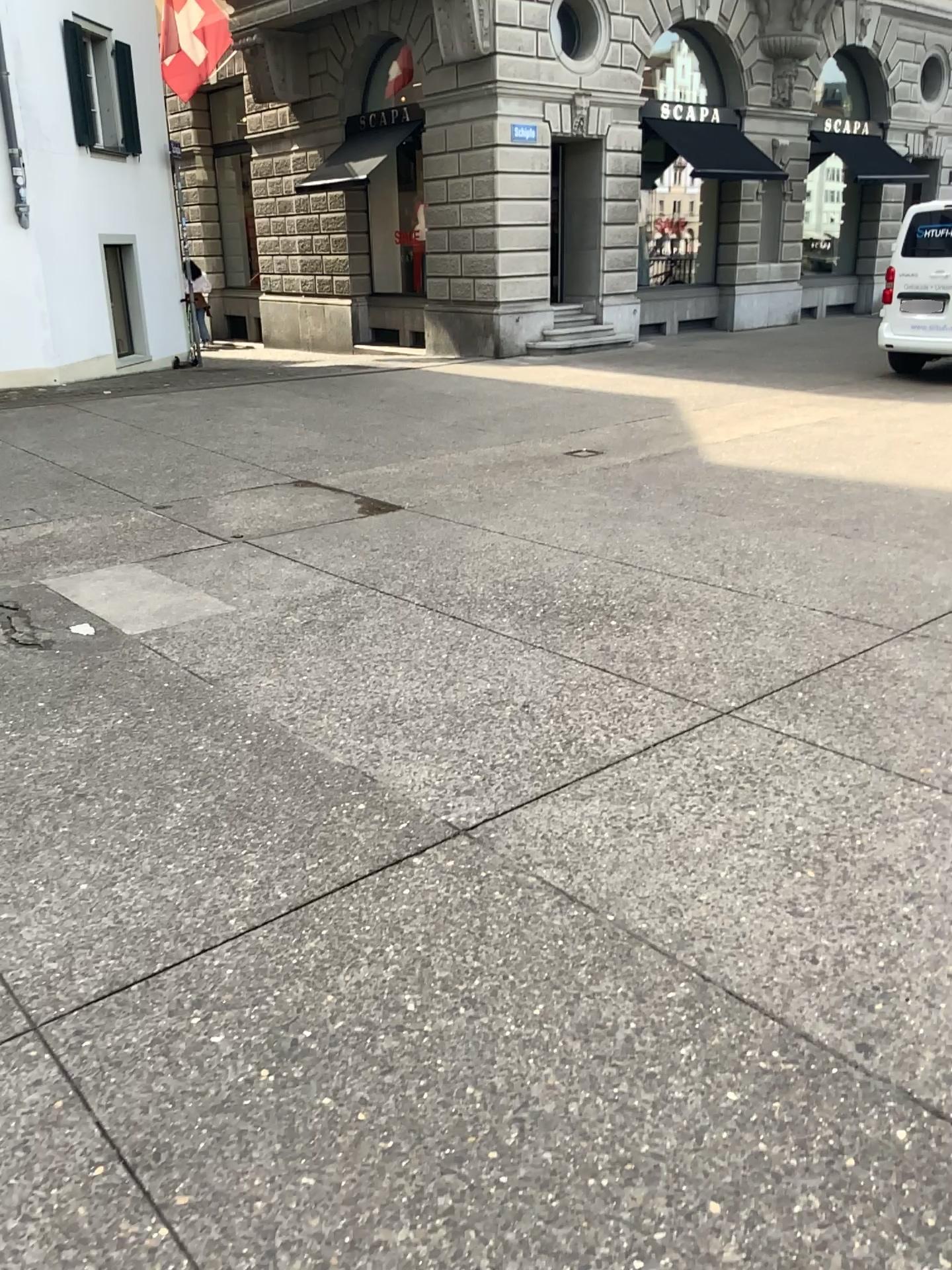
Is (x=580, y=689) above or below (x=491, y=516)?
below
